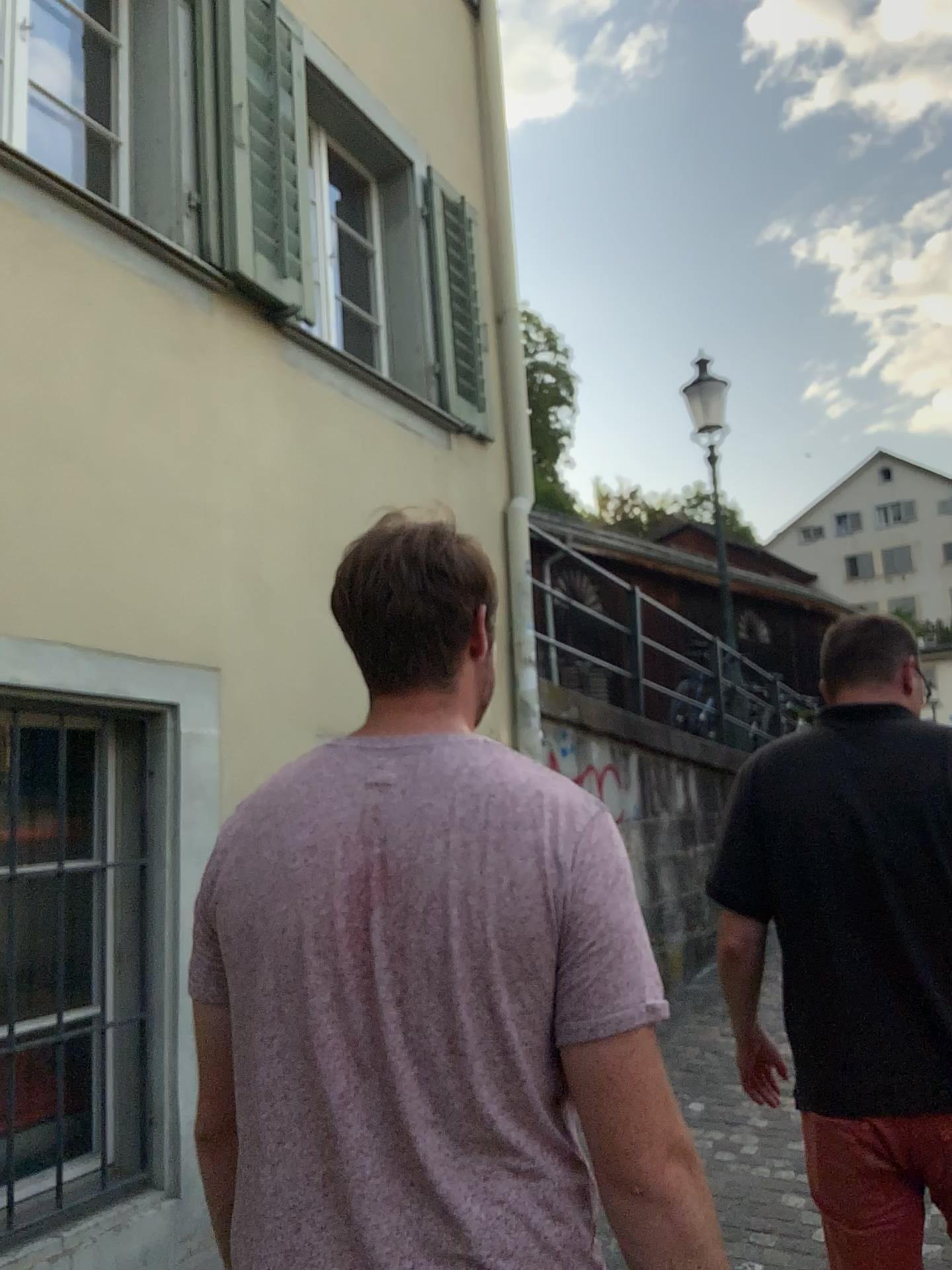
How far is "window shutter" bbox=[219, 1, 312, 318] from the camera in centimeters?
348cm

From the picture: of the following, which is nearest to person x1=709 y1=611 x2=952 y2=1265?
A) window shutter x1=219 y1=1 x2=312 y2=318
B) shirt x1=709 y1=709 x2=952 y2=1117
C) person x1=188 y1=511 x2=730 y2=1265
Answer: shirt x1=709 y1=709 x2=952 y2=1117

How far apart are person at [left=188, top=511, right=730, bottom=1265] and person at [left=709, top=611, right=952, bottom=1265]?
0.8 meters

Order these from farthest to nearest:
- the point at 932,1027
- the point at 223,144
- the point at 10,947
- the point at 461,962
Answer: the point at 223,144 → the point at 10,947 → the point at 932,1027 → the point at 461,962

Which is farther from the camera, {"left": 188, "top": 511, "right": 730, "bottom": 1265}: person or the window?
the window

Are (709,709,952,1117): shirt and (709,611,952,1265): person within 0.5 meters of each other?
yes

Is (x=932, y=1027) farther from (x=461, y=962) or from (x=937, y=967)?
(x=461, y=962)

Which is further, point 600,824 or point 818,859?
point 818,859

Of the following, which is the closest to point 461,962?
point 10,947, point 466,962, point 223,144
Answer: point 466,962

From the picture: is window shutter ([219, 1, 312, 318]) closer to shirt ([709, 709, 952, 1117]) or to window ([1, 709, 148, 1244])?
window ([1, 709, 148, 1244])
